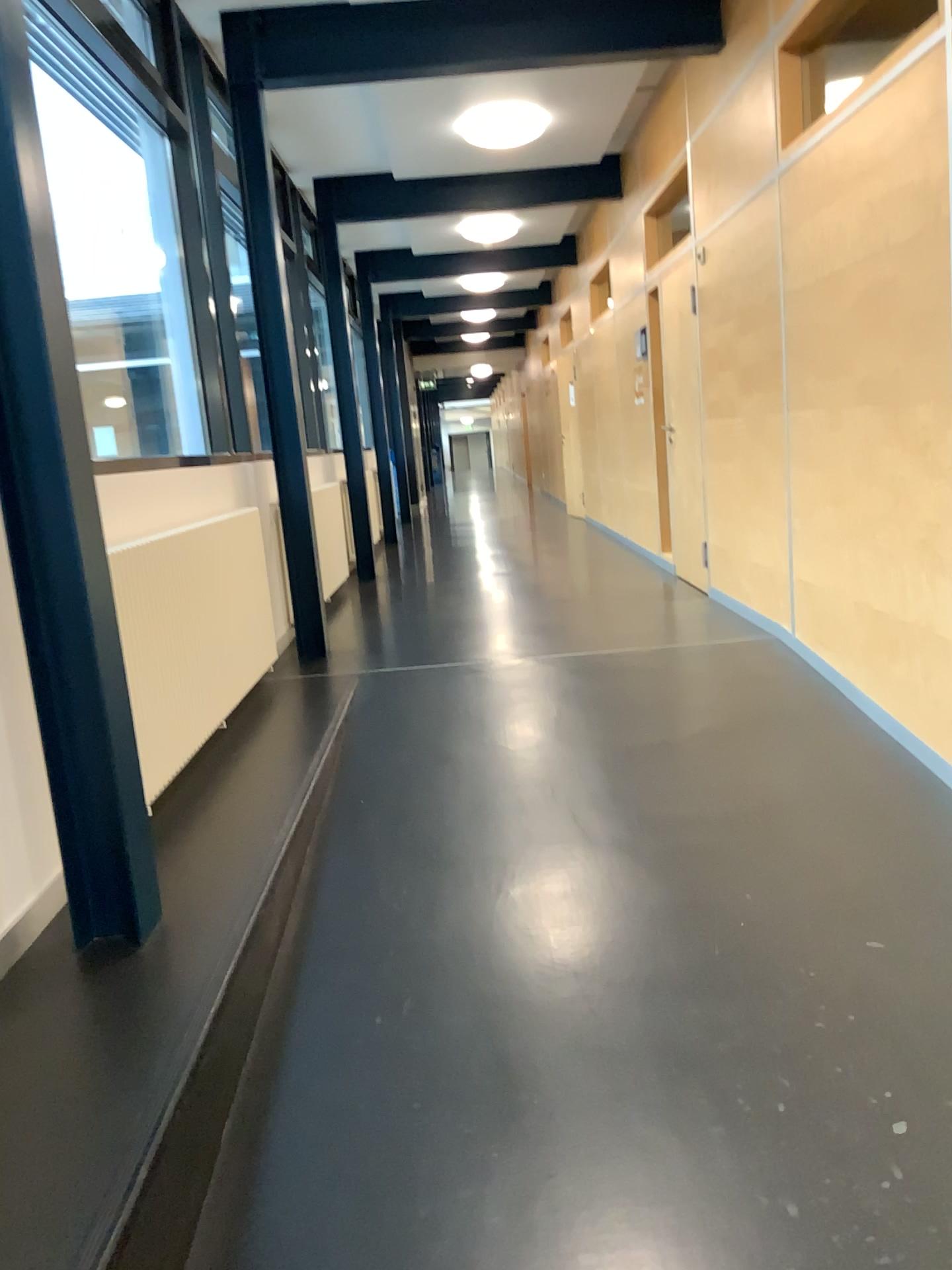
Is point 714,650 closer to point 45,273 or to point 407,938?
point 407,938
